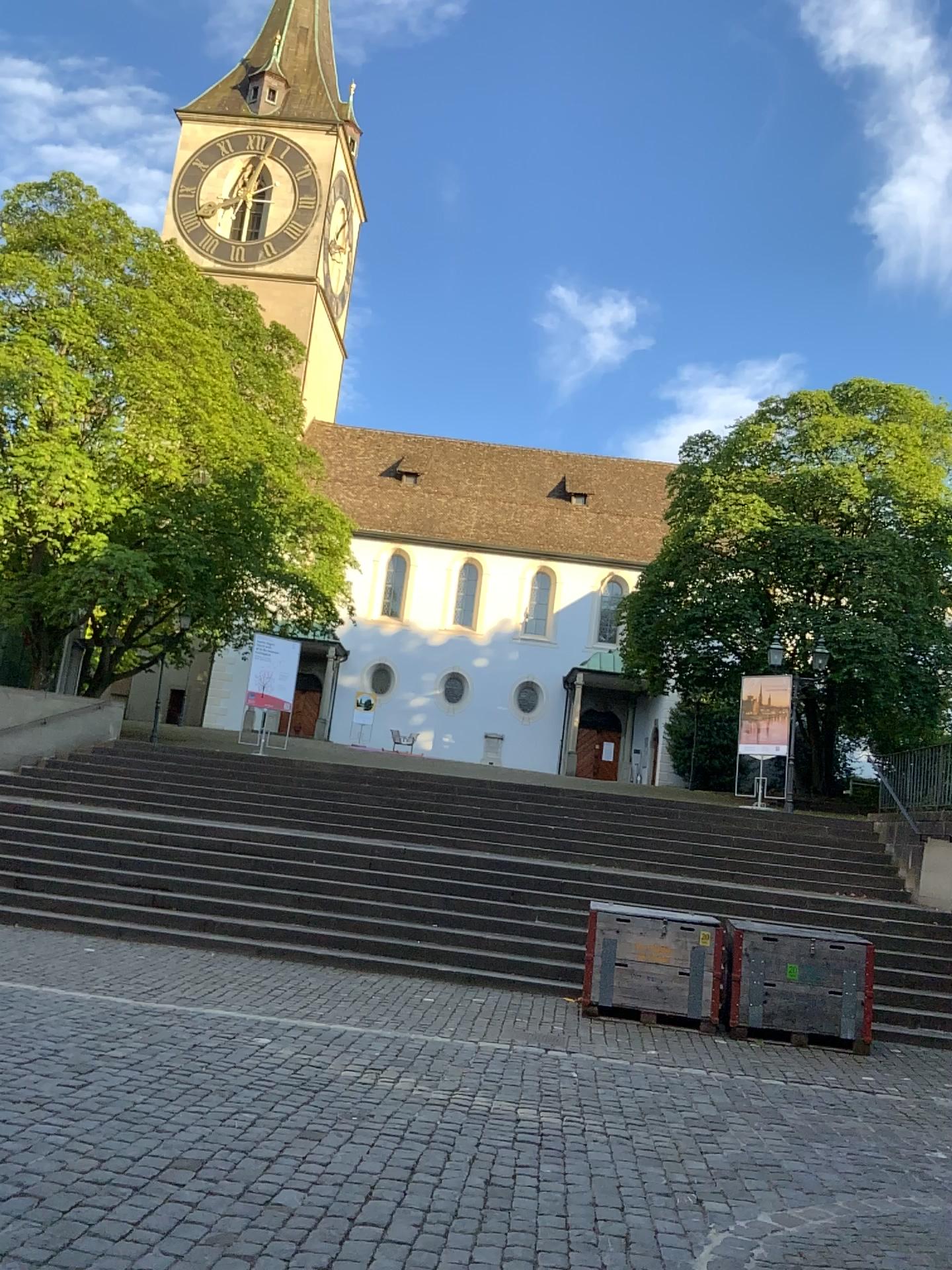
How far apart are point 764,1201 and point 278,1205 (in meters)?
2.03
